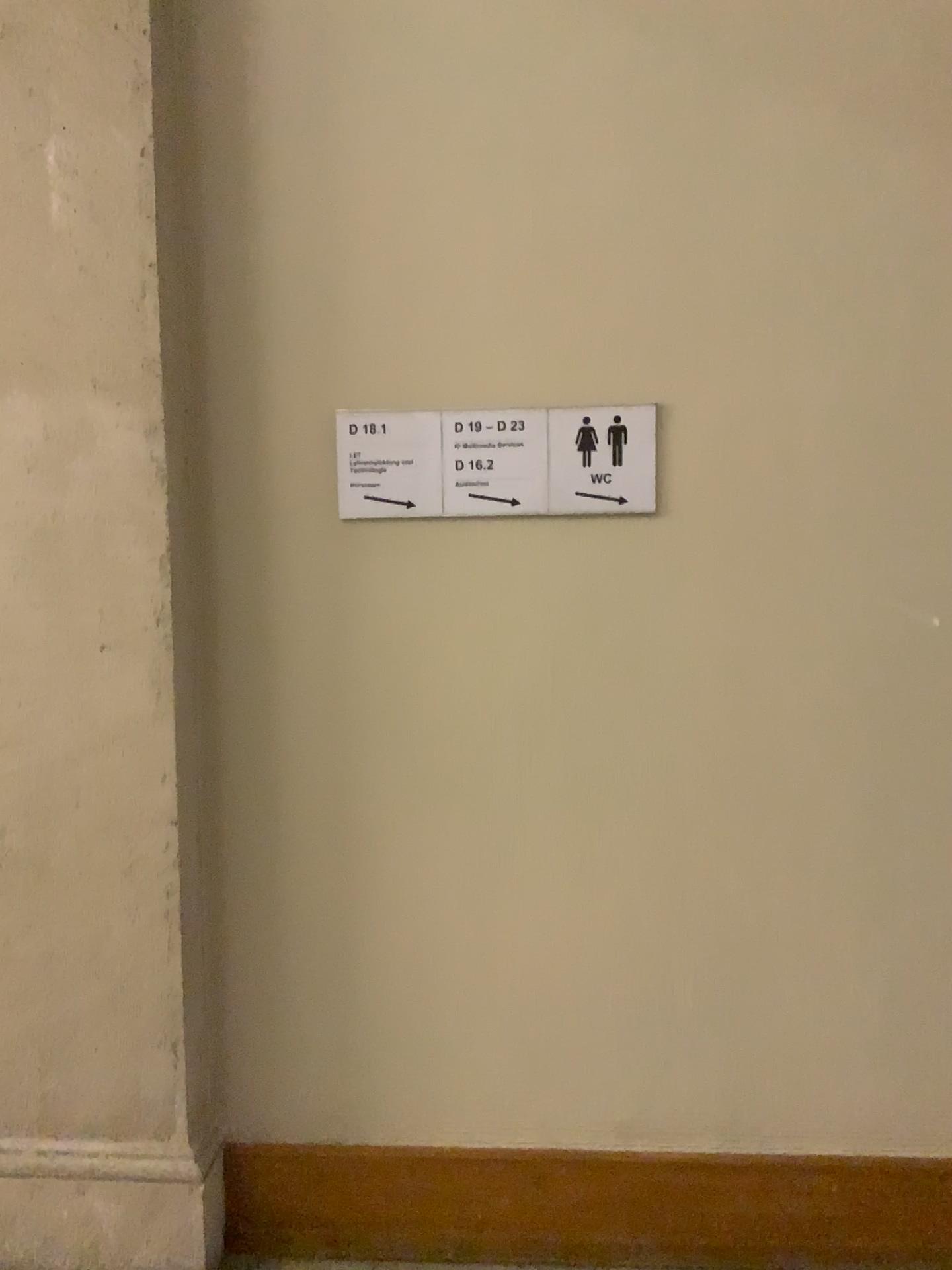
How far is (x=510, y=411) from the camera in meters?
2.1

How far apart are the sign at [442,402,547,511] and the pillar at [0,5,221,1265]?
0.54m

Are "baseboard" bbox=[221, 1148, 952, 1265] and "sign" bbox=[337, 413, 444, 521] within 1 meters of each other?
no

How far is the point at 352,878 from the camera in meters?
2.2

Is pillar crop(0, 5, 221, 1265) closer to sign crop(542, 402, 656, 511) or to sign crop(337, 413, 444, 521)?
sign crop(337, 413, 444, 521)

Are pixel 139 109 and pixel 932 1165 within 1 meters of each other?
no

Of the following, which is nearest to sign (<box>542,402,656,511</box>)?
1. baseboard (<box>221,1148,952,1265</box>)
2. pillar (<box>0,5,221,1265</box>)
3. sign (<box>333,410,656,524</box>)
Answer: sign (<box>333,410,656,524</box>)

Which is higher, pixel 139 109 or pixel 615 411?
pixel 139 109

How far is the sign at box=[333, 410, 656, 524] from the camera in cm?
207

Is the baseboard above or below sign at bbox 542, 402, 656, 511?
below
